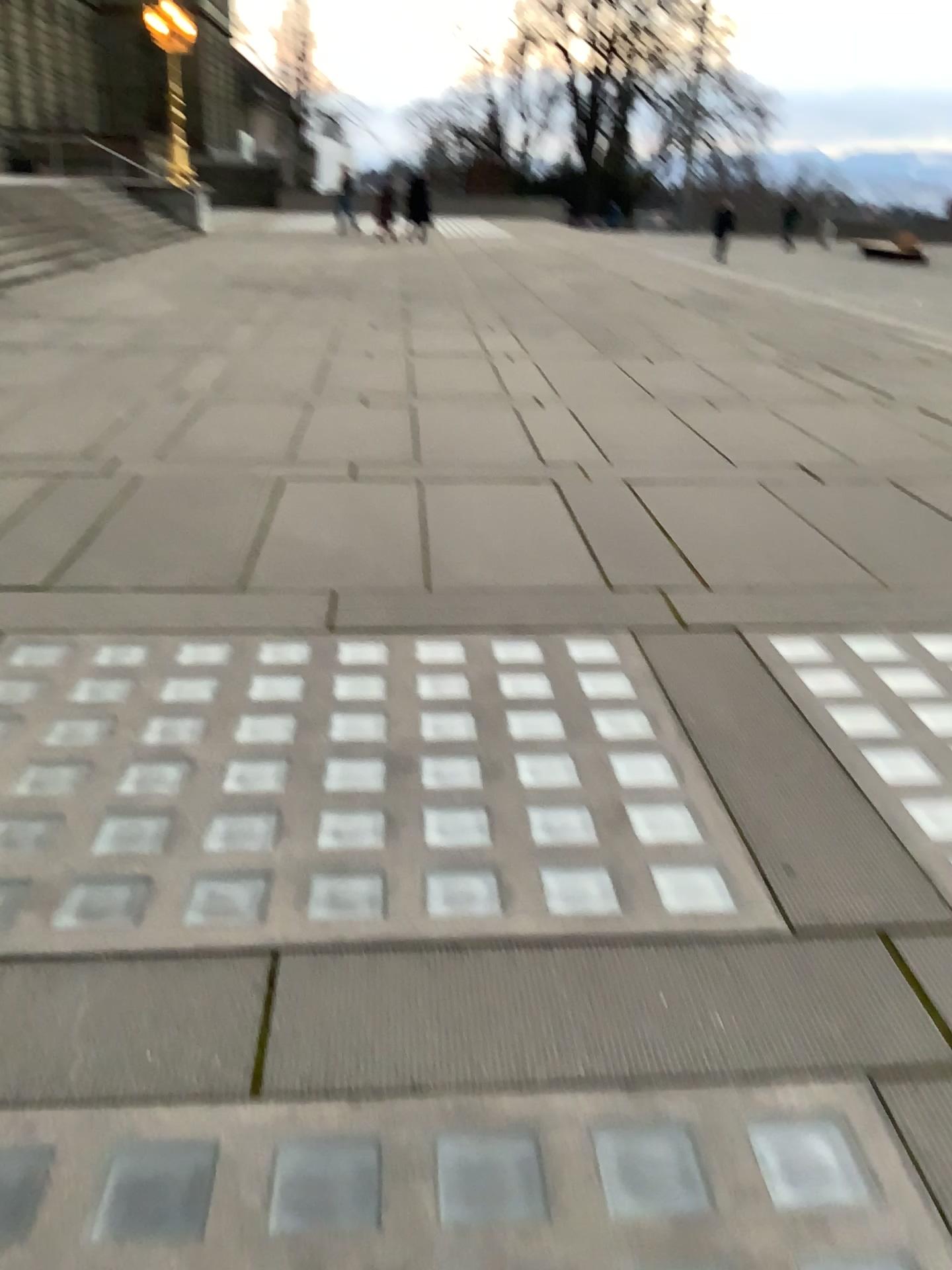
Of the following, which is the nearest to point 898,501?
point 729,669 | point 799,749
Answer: point 729,669
